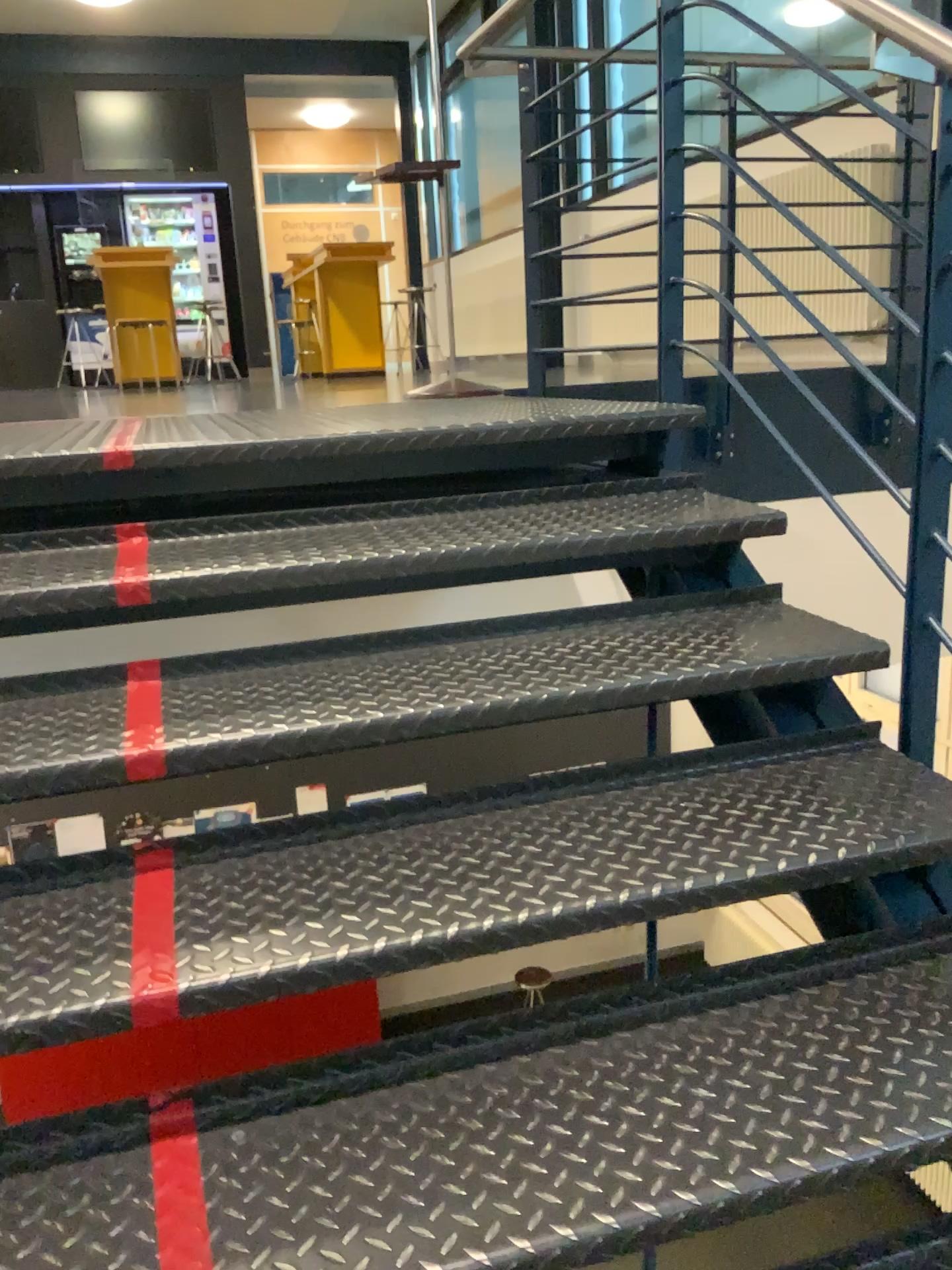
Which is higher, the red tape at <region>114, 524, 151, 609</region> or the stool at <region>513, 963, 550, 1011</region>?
the red tape at <region>114, 524, 151, 609</region>

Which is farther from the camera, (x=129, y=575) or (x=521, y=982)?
(x=129, y=575)

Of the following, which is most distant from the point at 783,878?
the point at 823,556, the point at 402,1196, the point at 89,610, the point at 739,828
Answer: the point at 823,556

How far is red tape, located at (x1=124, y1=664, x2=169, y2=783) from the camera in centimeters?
138cm

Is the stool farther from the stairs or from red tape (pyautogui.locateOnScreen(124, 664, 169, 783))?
red tape (pyautogui.locateOnScreen(124, 664, 169, 783))

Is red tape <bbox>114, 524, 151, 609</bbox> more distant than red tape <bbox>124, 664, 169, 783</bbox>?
Yes

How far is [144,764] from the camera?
1.4 meters

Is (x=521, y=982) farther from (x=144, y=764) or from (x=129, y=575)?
(x=129, y=575)

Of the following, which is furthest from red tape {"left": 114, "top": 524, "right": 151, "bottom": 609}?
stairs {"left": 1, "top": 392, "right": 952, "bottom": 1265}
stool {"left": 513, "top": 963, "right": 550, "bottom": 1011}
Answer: stool {"left": 513, "top": 963, "right": 550, "bottom": 1011}
